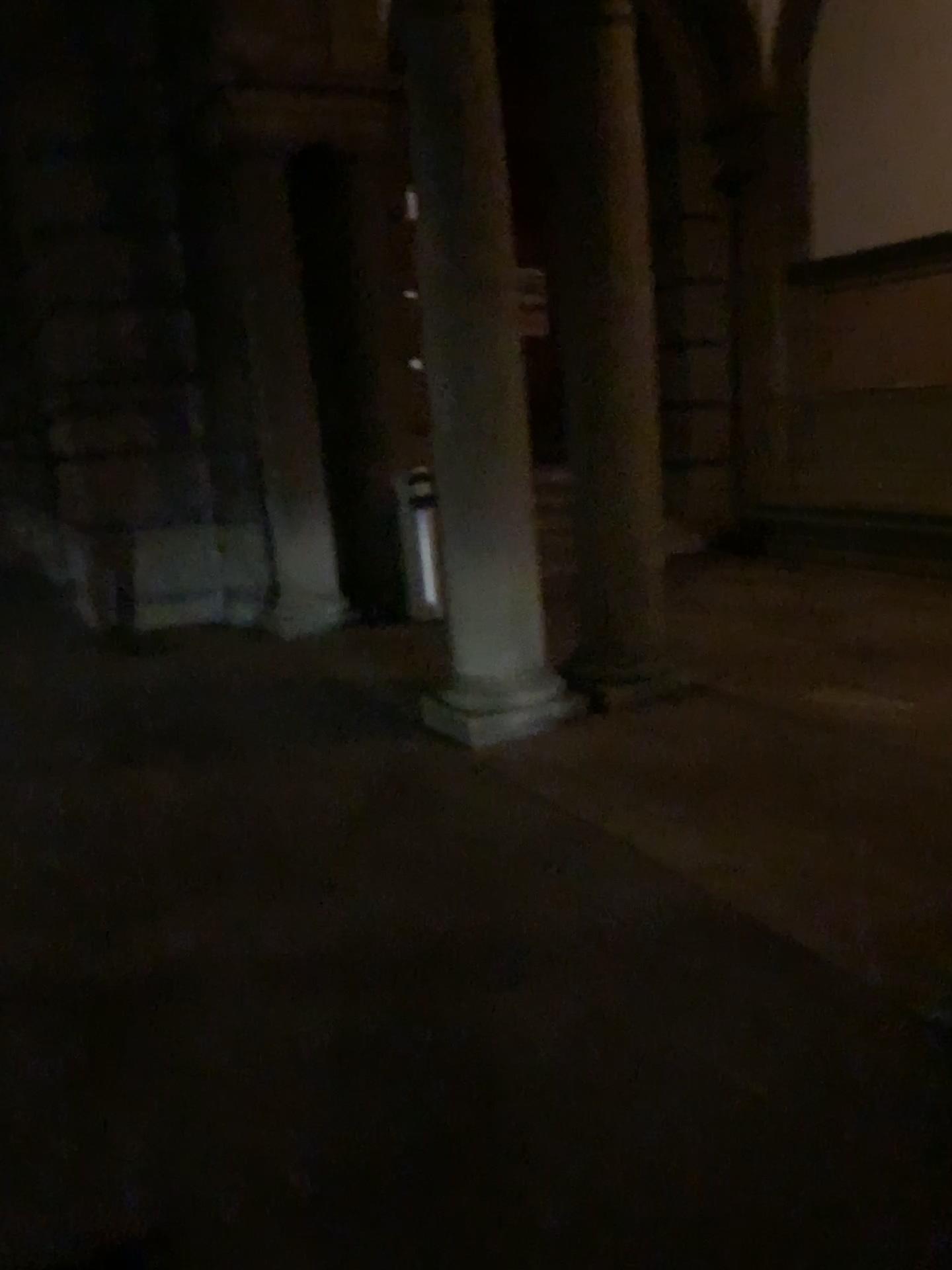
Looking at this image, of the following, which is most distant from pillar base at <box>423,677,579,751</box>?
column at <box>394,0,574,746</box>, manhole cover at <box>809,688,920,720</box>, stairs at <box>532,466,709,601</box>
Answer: manhole cover at <box>809,688,920,720</box>

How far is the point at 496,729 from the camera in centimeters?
451cm

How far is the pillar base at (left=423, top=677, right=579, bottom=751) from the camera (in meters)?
4.51

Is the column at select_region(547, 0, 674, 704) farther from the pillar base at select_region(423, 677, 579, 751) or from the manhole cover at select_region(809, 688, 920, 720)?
the manhole cover at select_region(809, 688, 920, 720)

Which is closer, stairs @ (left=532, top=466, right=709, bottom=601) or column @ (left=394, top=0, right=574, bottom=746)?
column @ (left=394, top=0, right=574, bottom=746)

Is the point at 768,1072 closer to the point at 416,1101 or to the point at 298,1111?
the point at 416,1101

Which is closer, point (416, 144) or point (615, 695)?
point (416, 144)

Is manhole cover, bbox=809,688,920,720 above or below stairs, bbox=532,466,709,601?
below

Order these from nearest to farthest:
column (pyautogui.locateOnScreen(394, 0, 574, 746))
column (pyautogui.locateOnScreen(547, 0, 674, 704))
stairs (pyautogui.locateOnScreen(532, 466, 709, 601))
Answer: column (pyautogui.locateOnScreen(394, 0, 574, 746))
column (pyautogui.locateOnScreen(547, 0, 674, 704))
stairs (pyautogui.locateOnScreen(532, 466, 709, 601))

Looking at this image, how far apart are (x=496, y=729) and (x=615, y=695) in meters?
0.6 m
